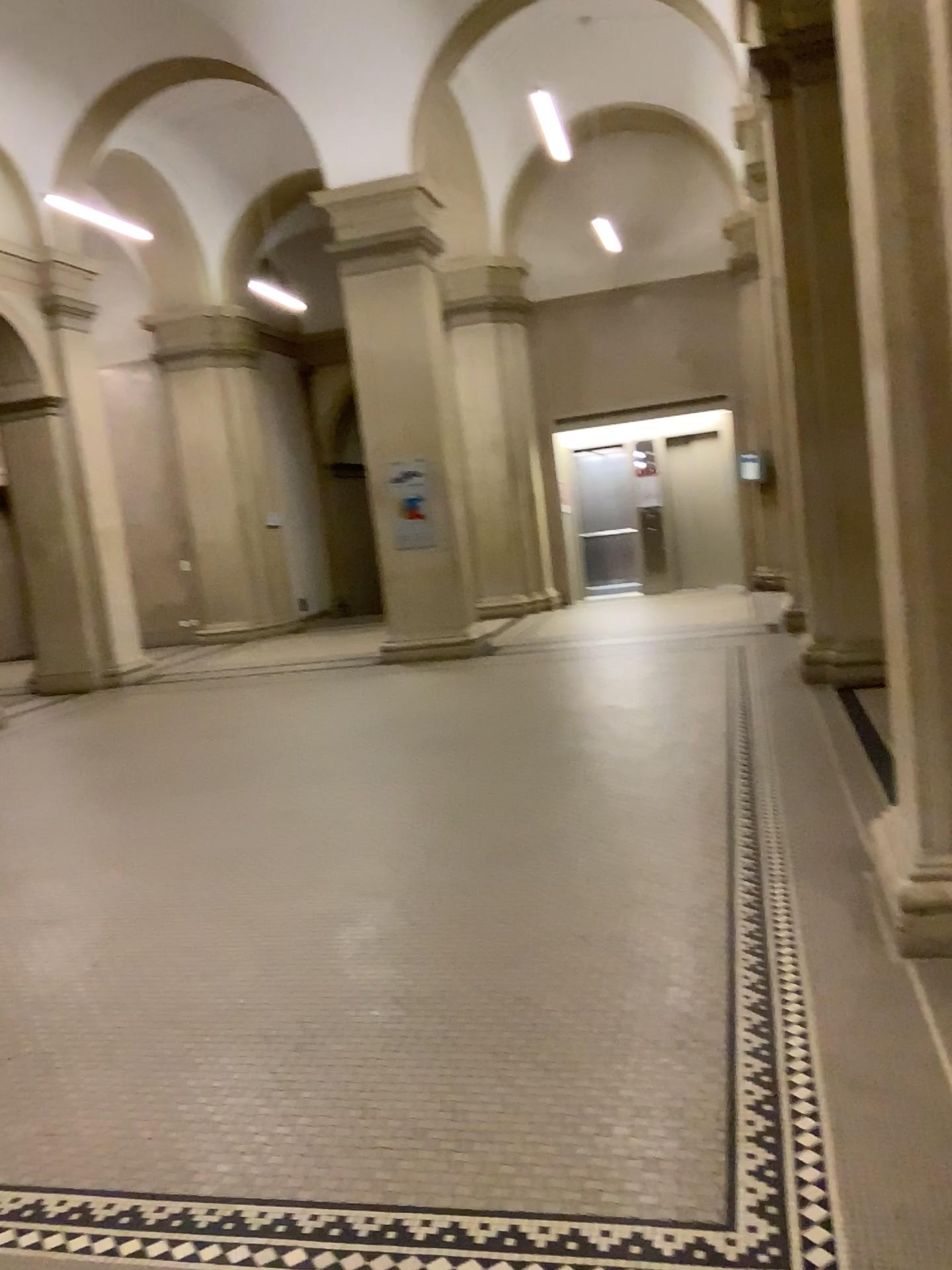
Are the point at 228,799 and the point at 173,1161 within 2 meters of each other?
no
